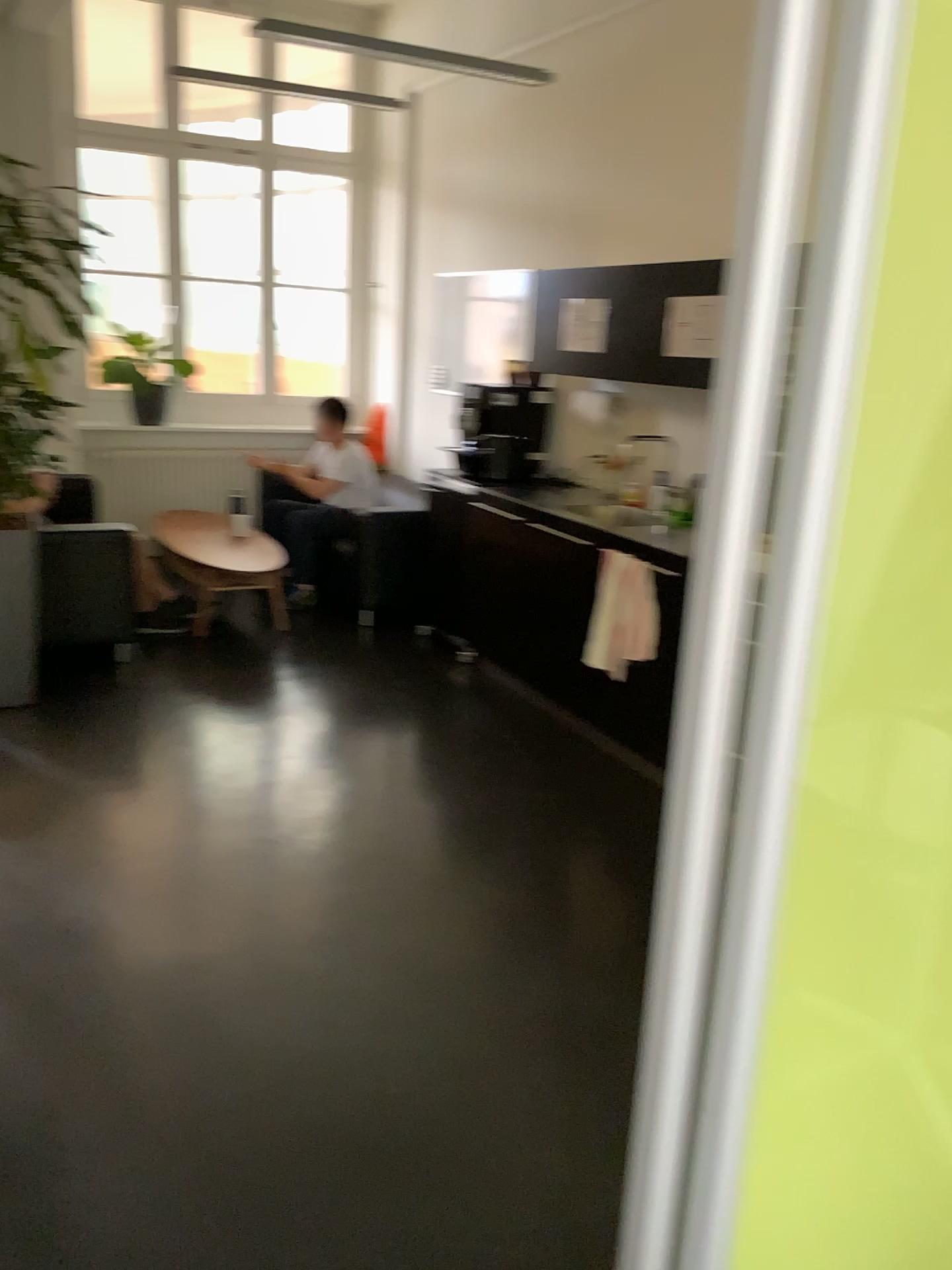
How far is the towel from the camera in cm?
398

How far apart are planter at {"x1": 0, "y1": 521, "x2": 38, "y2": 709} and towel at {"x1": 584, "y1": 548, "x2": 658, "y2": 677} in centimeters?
228cm

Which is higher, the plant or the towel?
the plant

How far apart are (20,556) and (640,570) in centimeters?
244cm

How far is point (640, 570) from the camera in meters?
4.0 m

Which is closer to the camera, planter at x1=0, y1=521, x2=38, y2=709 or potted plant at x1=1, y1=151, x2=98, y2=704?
potted plant at x1=1, y1=151, x2=98, y2=704

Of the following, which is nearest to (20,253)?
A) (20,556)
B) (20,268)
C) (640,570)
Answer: (20,268)

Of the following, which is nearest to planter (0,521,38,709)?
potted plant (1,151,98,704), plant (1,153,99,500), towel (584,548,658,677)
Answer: potted plant (1,151,98,704)

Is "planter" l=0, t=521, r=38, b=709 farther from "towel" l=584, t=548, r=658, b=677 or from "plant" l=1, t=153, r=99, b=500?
"towel" l=584, t=548, r=658, b=677

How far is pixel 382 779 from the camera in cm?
386
